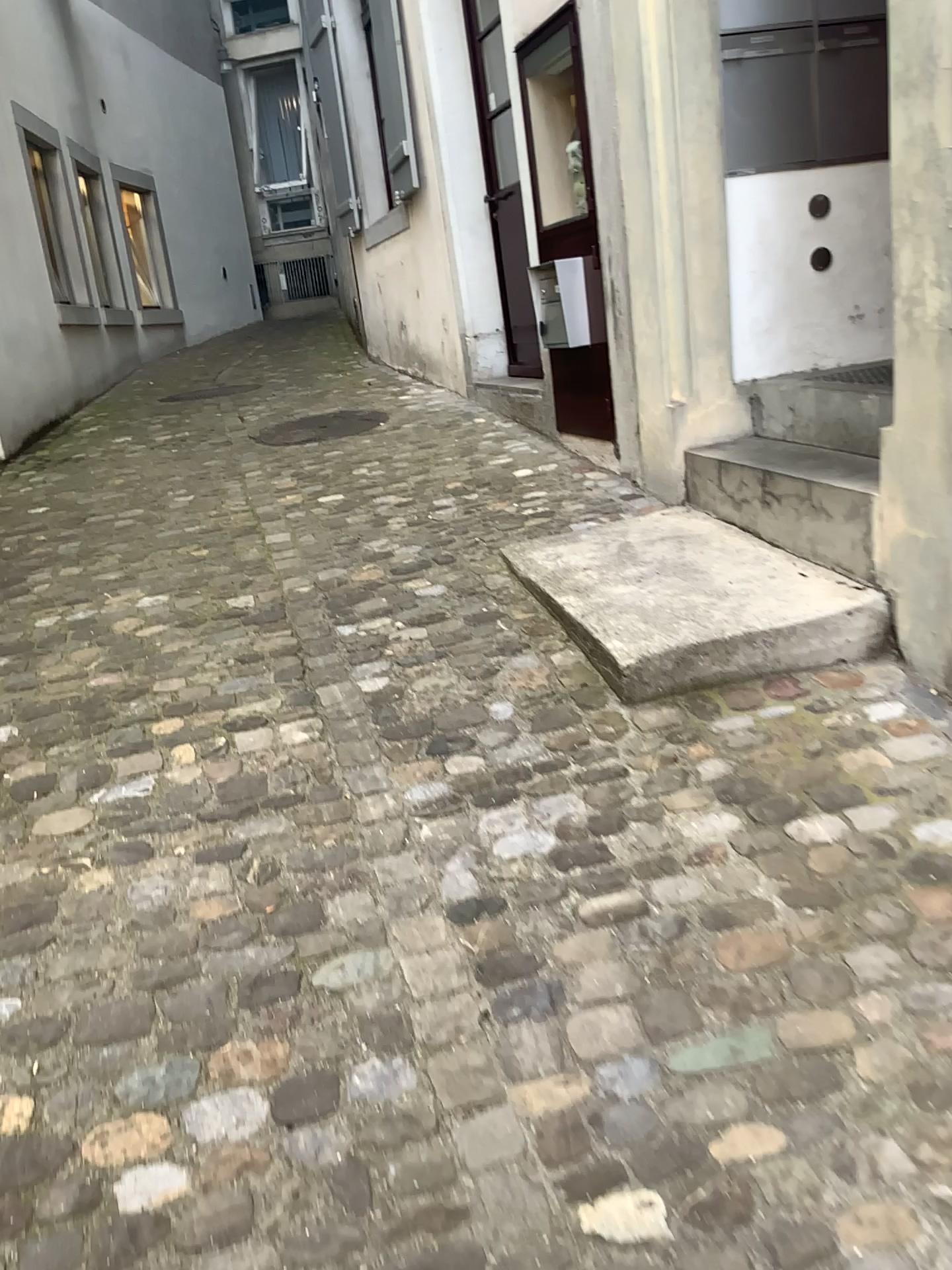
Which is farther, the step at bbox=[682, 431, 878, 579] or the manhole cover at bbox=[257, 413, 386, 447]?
the manhole cover at bbox=[257, 413, 386, 447]

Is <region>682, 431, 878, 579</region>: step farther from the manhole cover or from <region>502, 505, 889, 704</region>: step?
the manhole cover

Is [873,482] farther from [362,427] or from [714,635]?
[362,427]

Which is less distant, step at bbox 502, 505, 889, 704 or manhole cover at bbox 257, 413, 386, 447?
step at bbox 502, 505, 889, 704

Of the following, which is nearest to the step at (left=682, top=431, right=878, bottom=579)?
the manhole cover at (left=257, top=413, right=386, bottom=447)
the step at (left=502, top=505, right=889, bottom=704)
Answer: the step at (left=502, top=505, right=889, bottom=704)

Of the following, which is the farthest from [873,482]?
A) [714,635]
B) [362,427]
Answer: [362,427]

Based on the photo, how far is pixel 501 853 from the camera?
2.0 meters

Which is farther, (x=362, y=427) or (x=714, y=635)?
(x=362, y=427)
